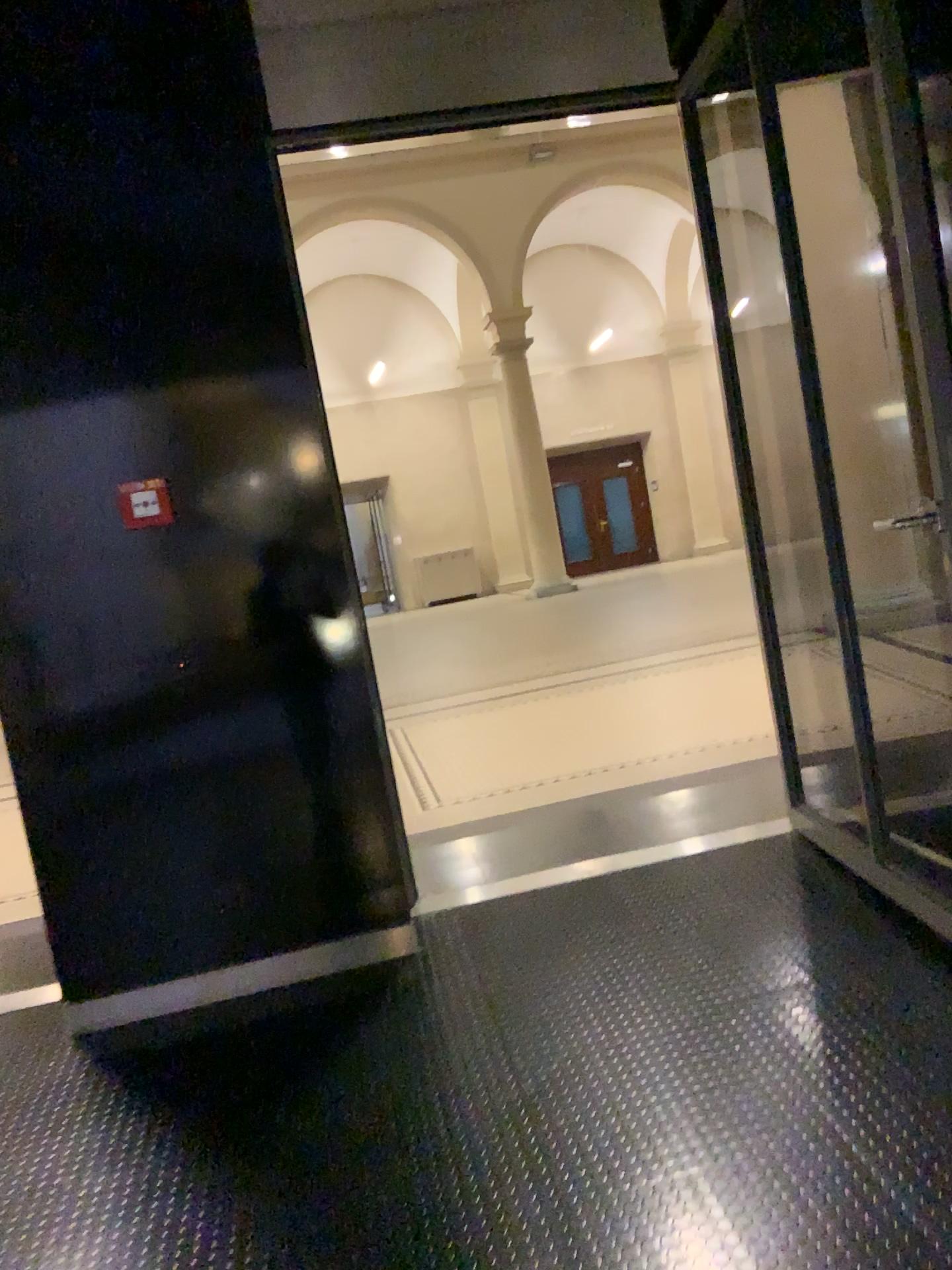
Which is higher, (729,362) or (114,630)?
(729,362)

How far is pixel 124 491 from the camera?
3.0 meters

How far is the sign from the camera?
3.0 meters
